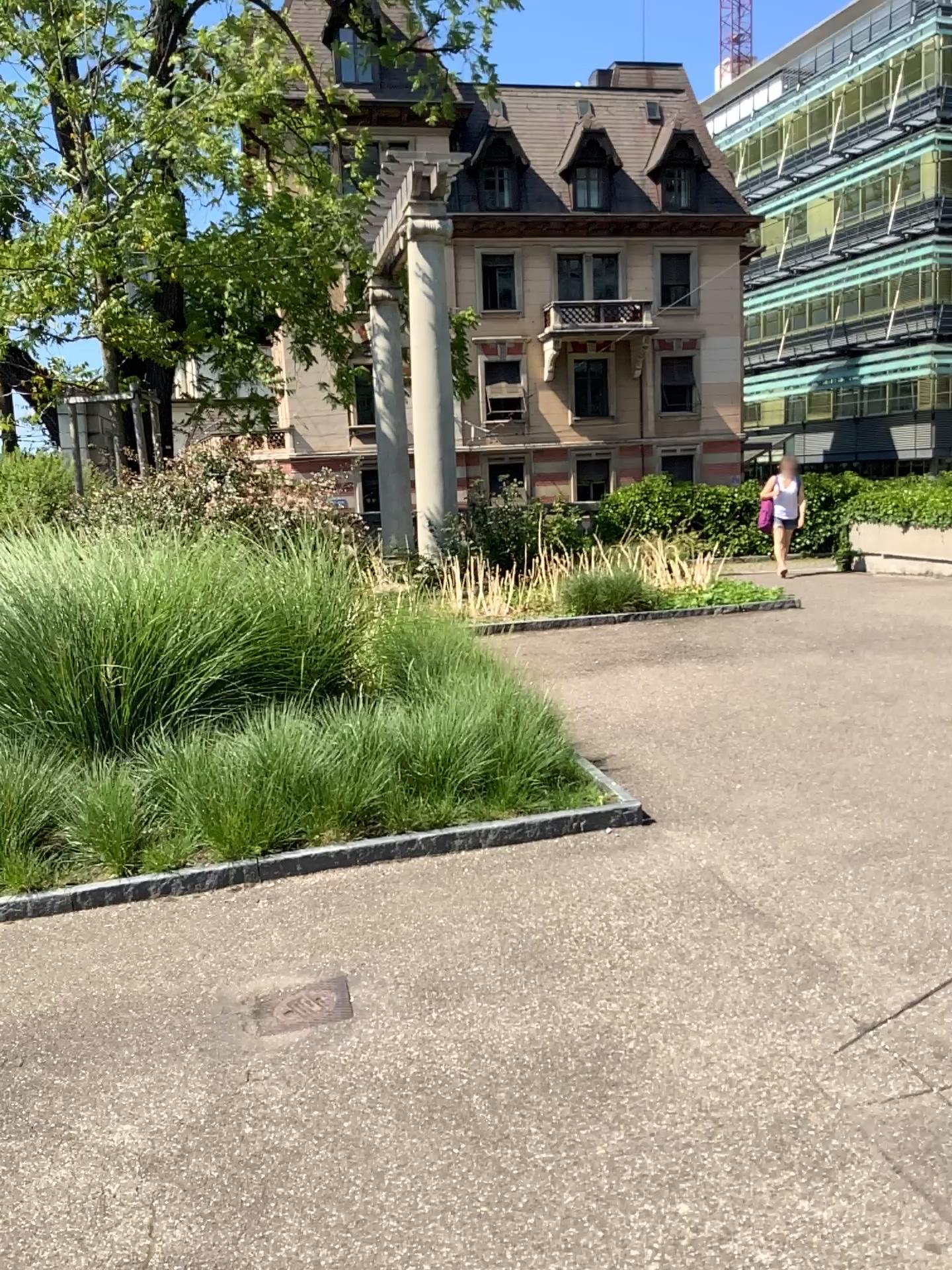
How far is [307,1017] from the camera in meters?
2.9

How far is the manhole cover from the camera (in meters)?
2.95

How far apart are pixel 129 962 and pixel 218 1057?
0.72m
